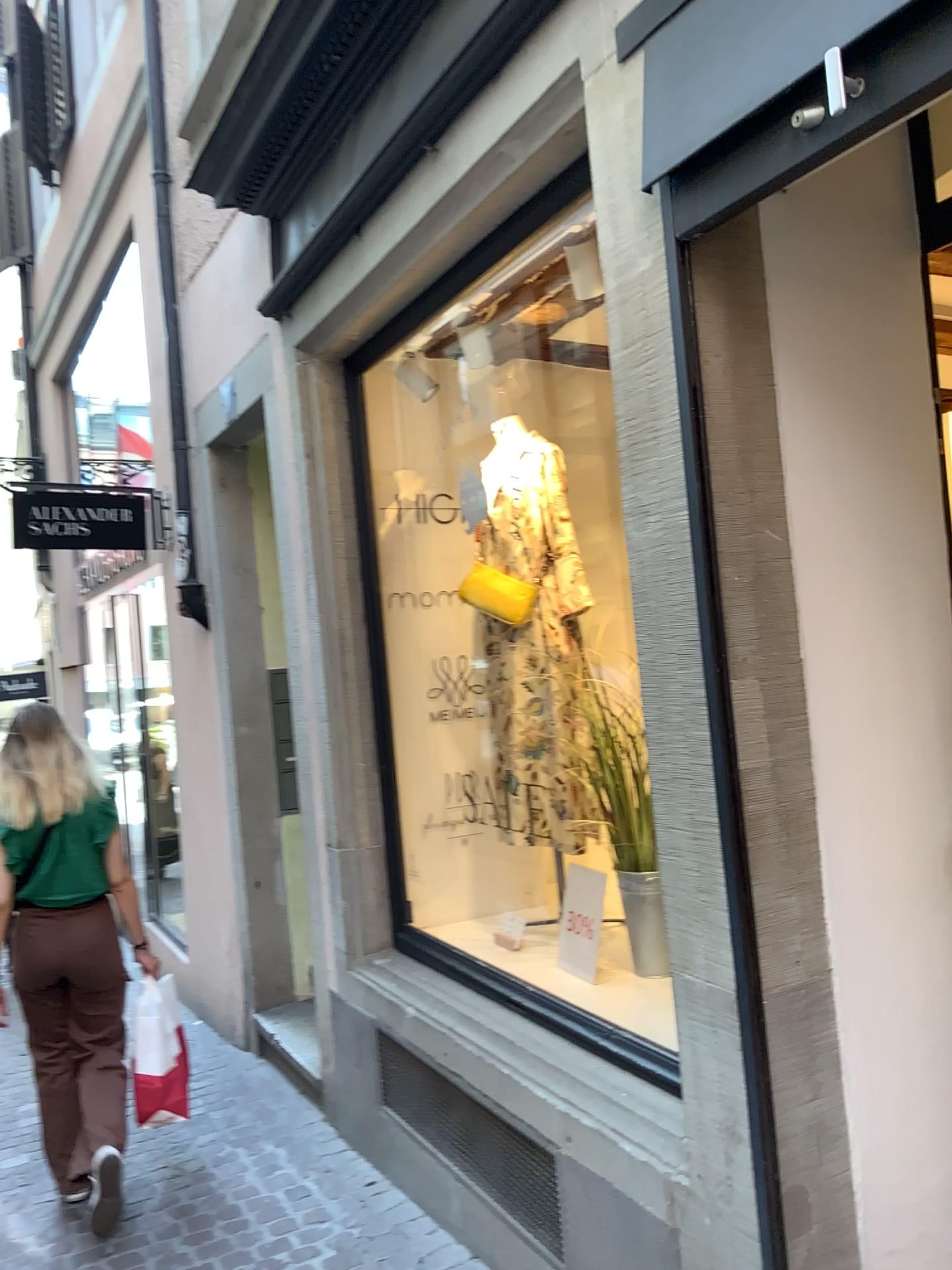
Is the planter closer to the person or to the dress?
the dress

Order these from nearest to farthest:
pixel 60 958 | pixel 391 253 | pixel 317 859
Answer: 1. pixel 391 253
2. pixel 60 958
3. pixel 317 859

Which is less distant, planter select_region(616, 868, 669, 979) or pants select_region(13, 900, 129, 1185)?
planter select_region(616, 868, 669, 979)

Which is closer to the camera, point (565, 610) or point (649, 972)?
point (649, 972)

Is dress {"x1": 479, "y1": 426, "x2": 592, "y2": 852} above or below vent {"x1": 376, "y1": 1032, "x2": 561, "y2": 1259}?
above

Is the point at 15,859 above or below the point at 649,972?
above

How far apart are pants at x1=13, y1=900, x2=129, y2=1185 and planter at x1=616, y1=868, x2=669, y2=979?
1.6m

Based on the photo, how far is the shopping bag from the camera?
3.5m

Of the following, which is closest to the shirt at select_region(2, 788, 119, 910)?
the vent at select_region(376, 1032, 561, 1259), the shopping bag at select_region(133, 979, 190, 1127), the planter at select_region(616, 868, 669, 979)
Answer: the shopping bag at select_region(133, 979, 190, 1127)

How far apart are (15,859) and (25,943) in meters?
0.3 m
